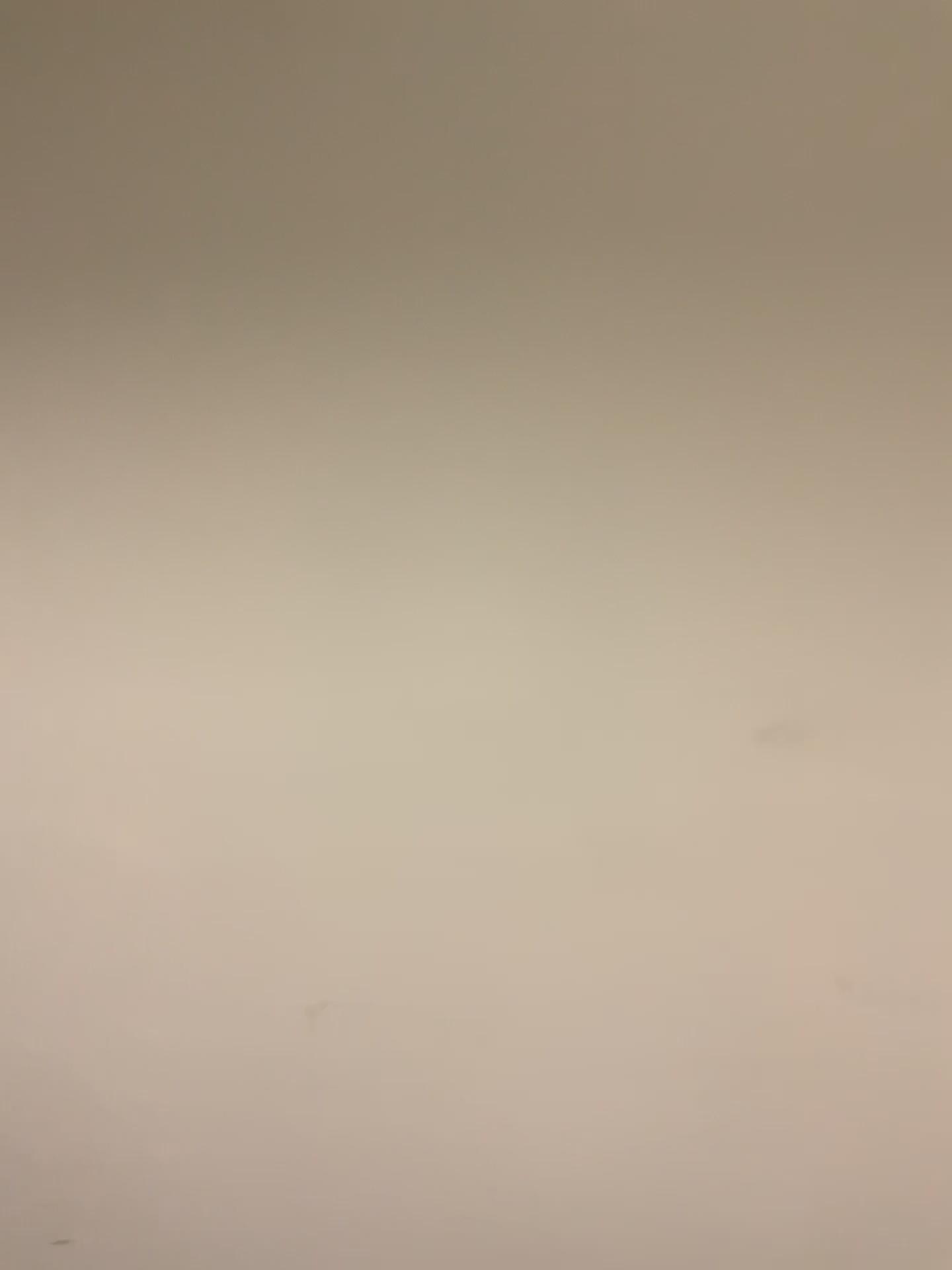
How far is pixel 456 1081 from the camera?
1.46m
